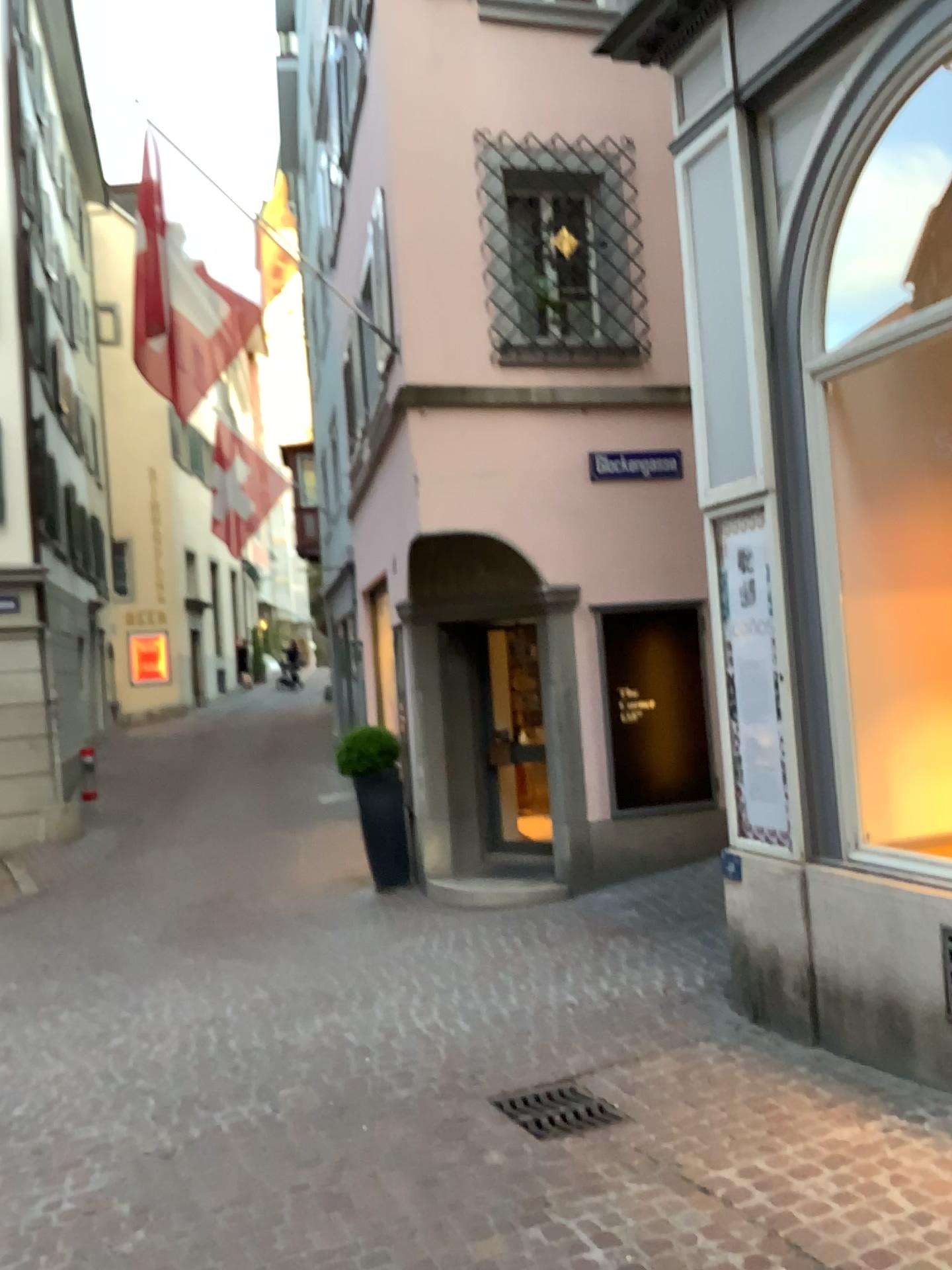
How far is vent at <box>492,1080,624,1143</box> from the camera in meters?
4.0 m

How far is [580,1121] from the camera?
4.0 meters

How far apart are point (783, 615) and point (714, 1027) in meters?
1.9
